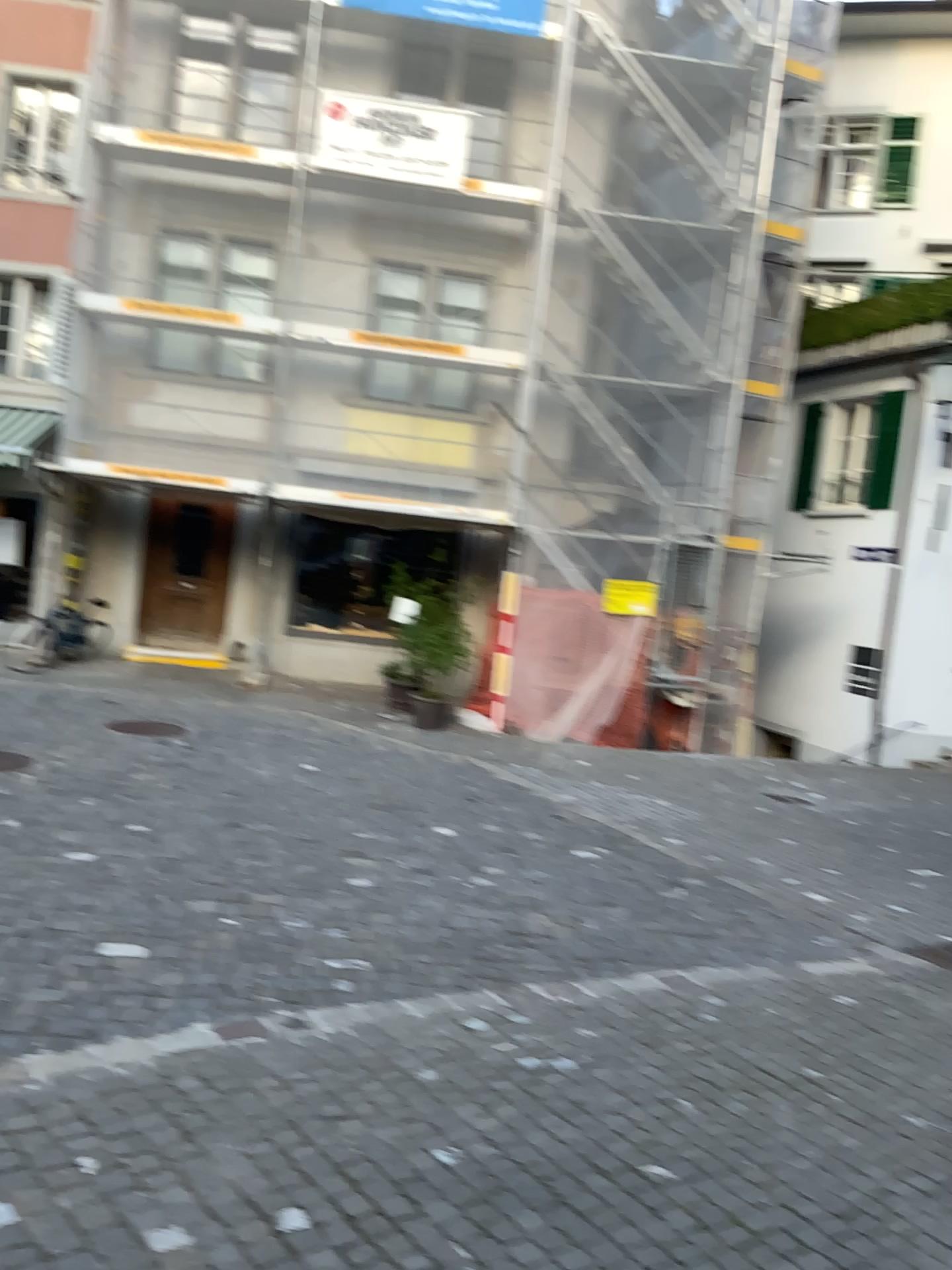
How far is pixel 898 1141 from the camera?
3.84m
